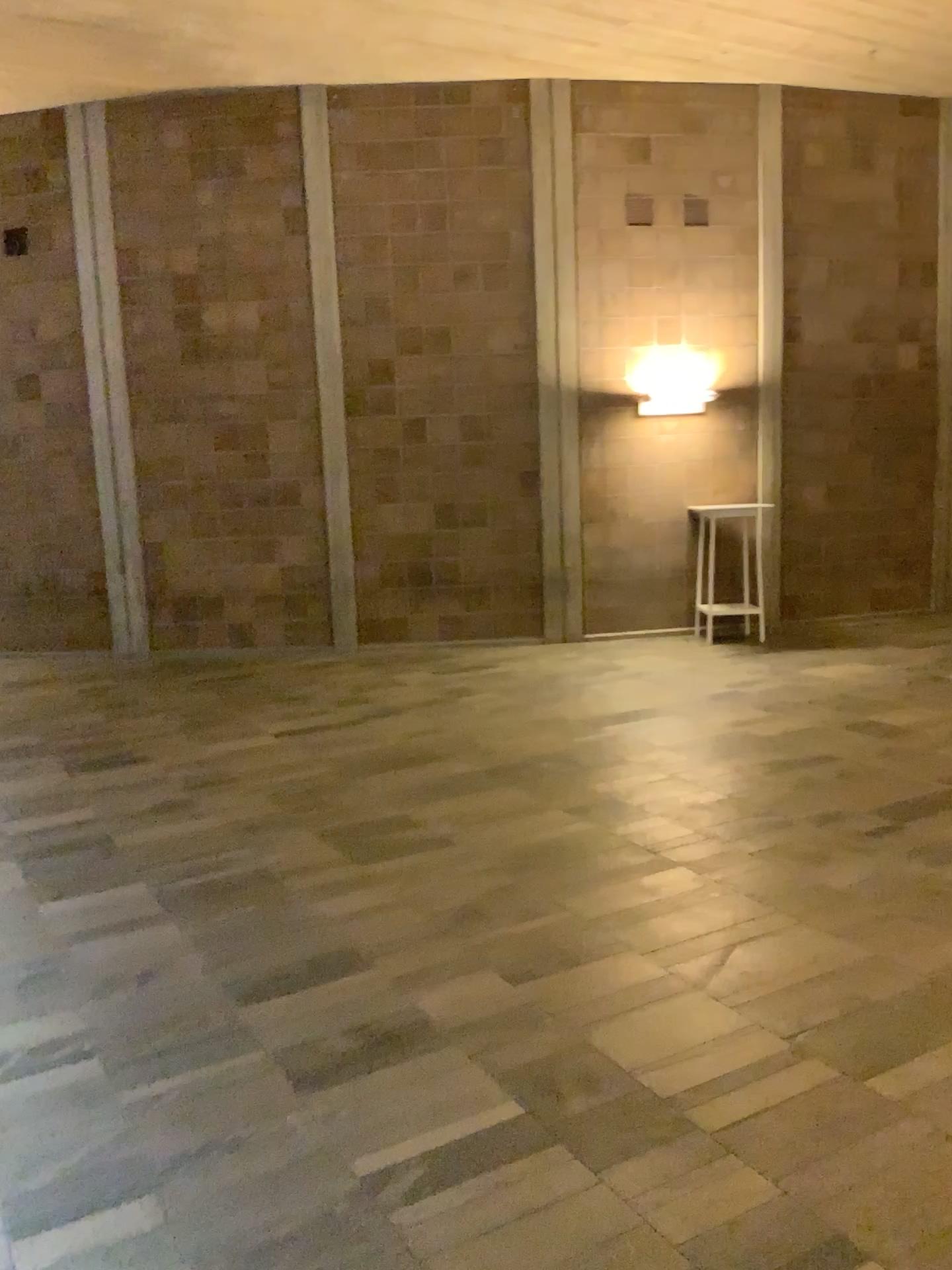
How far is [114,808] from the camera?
5.0 meters
